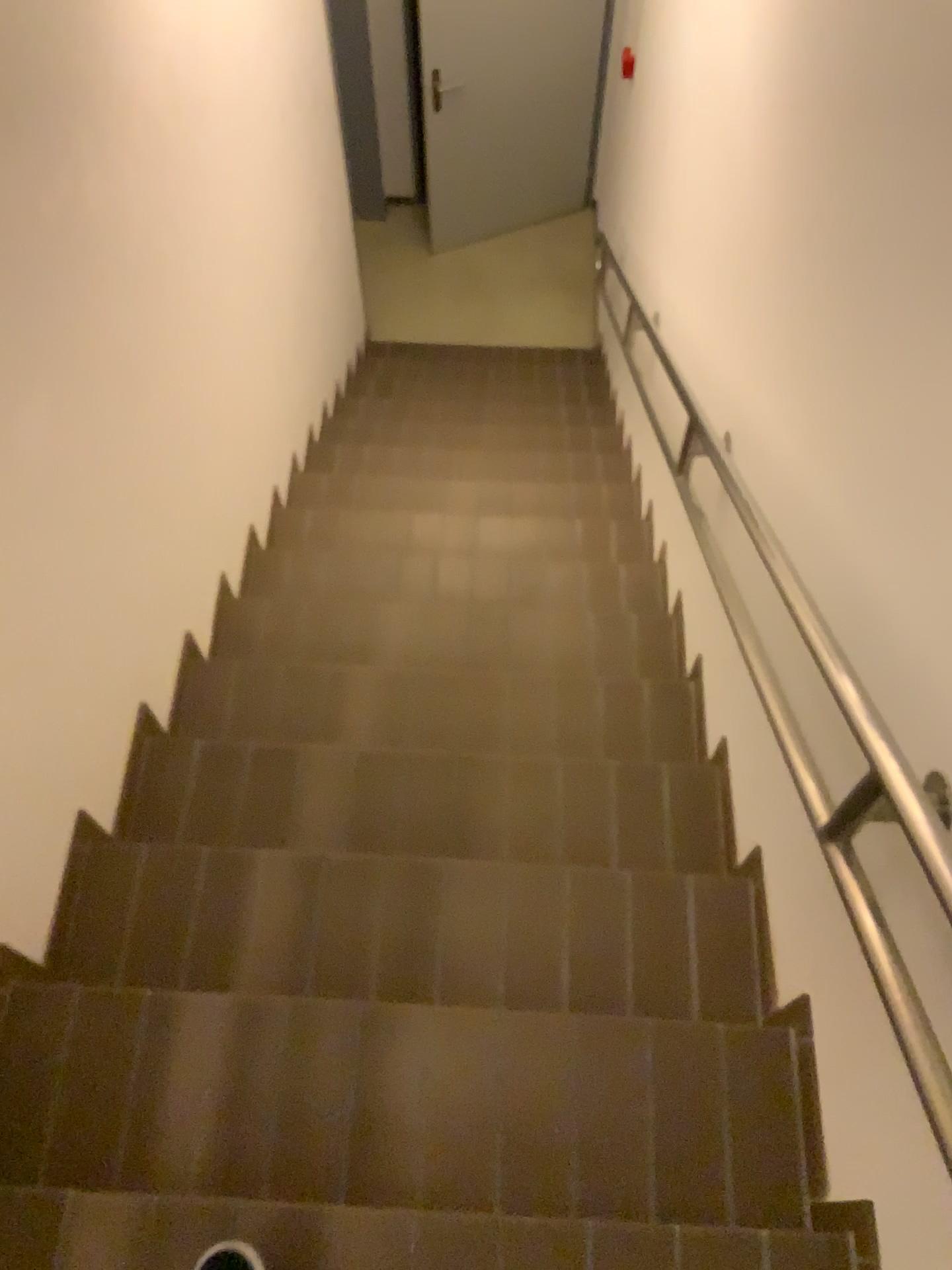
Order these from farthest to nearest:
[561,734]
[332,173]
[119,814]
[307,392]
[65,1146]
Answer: [332,173], [307,392], [561,734], [119,814], [65,1146]

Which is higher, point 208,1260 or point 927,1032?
point 927,1032
